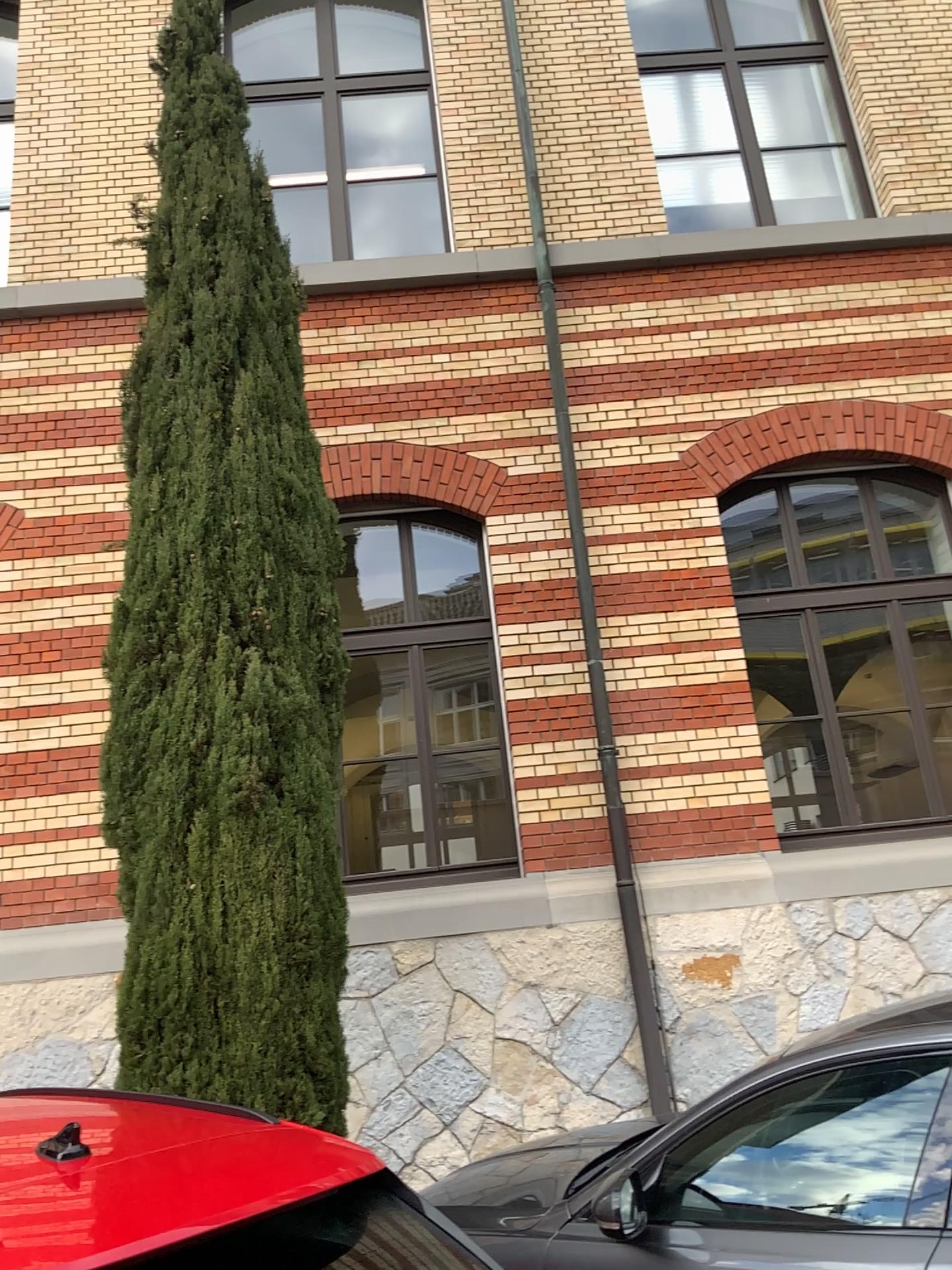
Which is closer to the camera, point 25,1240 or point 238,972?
point 25,1240

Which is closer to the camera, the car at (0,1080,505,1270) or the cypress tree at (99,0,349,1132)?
the car at (0,1080,505,1270)

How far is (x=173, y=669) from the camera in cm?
491

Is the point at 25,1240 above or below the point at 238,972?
below
